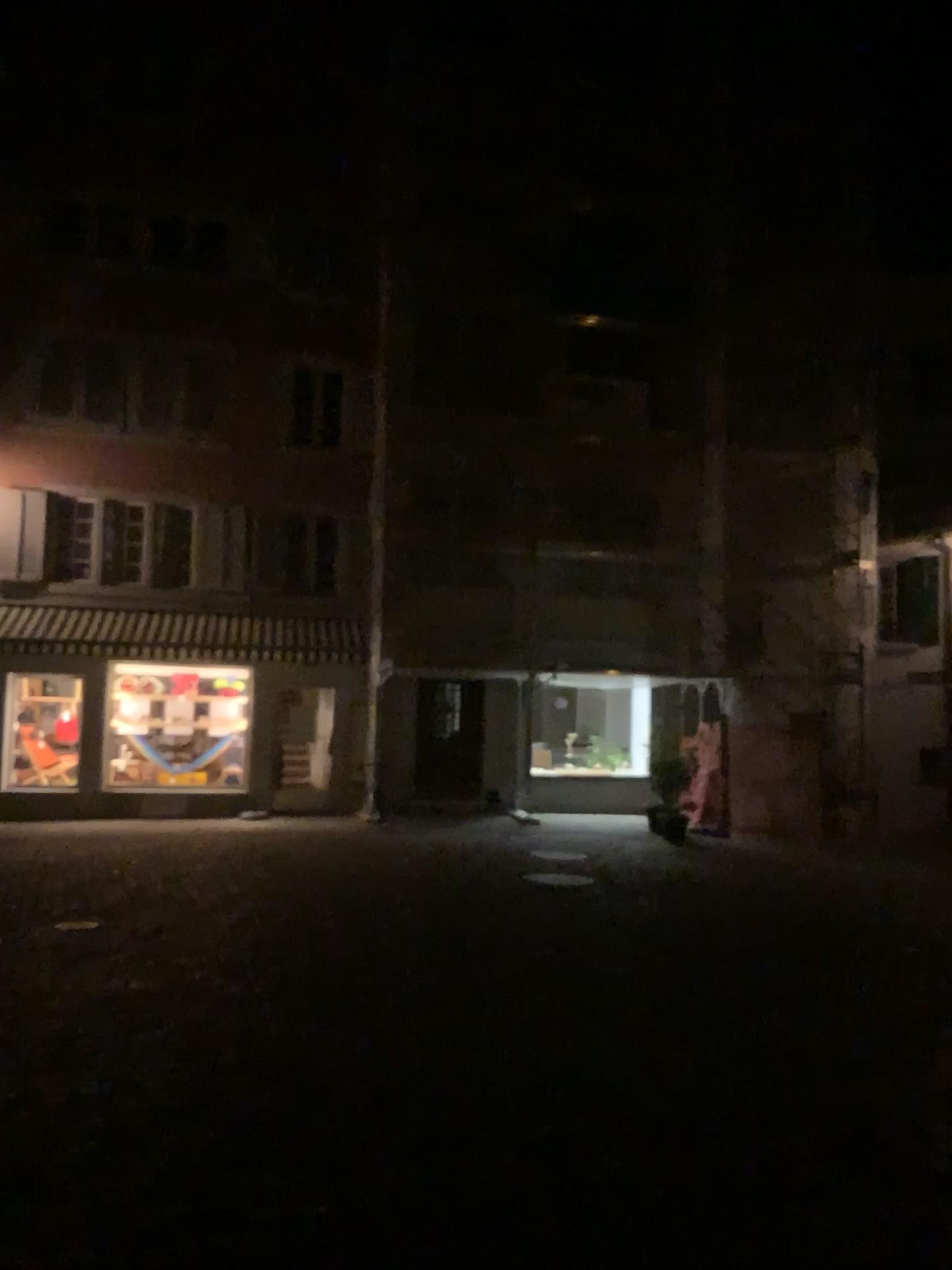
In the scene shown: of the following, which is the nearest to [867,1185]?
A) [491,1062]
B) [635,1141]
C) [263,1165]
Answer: [635,1141]
